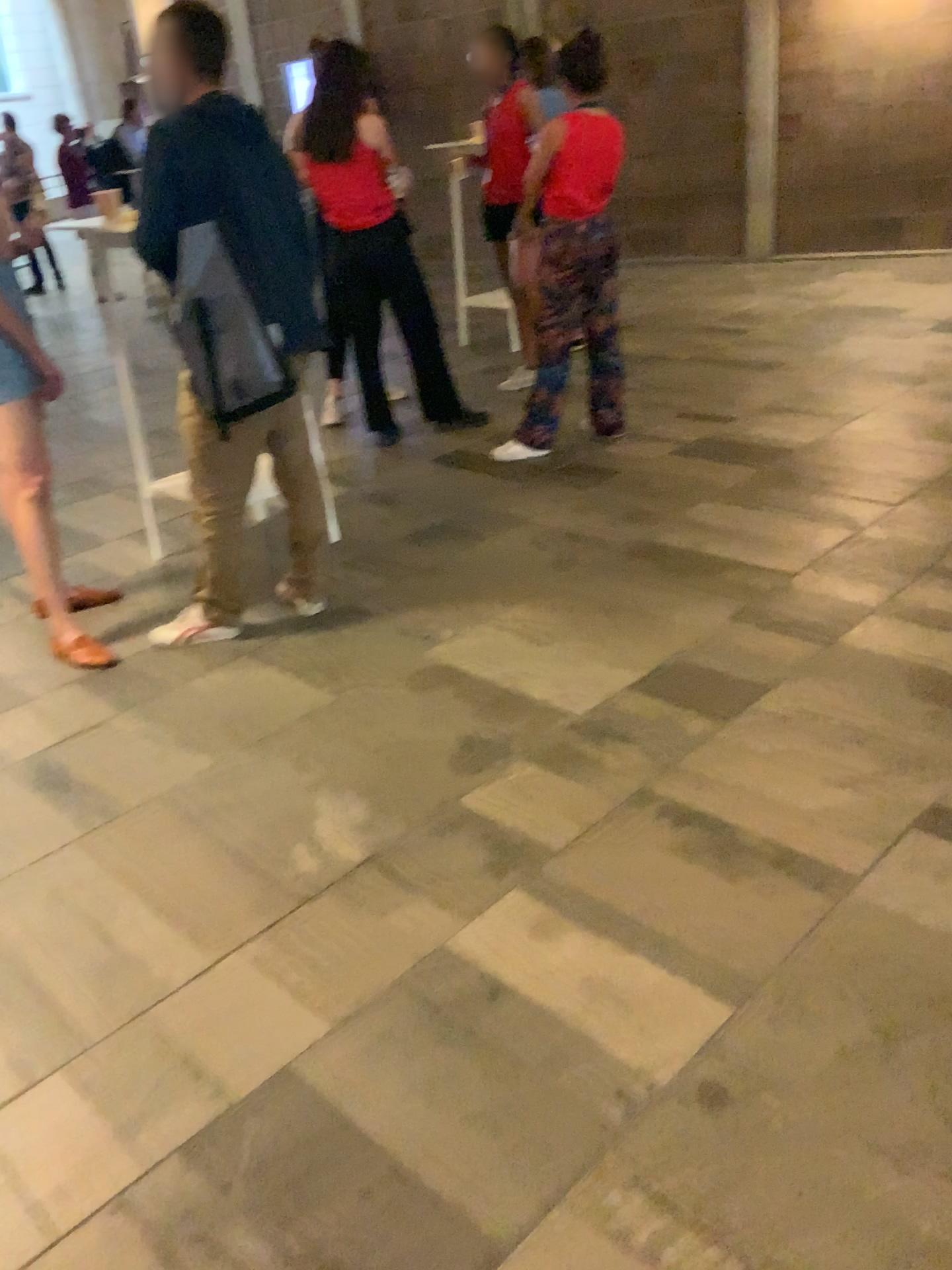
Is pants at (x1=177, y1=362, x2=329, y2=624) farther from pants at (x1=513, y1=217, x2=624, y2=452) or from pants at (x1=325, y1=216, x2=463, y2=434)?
pants at (x1=325, y1=216, x2=463, y2=434)

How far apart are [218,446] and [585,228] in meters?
2.1

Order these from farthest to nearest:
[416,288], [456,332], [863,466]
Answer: [456,332] → [416,288] → [863,466]

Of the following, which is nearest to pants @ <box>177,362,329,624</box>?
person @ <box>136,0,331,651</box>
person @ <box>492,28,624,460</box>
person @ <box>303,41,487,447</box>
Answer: person @ <box>136,0,331,651</box>

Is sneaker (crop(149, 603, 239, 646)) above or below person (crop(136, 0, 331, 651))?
below

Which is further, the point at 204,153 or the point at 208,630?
the point at 208,630

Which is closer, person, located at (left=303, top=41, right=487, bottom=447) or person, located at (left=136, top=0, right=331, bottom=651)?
person, located at (left=136, top=0, right=331, bottom=651)

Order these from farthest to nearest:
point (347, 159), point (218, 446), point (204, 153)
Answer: point (347, 159), point (218, 446), point (204, 153)

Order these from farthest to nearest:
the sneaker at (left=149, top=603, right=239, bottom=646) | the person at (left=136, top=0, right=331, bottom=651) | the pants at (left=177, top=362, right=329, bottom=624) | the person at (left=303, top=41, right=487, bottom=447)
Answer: the person at (left=303, top=41, right=487, bottom=447) → the sneaker at (left=149, top=603, right=239, bottom=646) → the pants at (left=177, top=362, right=329, bottom=624) → the person at (left=136, top=0, right=331, bottom=651)

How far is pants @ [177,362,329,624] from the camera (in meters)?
3.02
